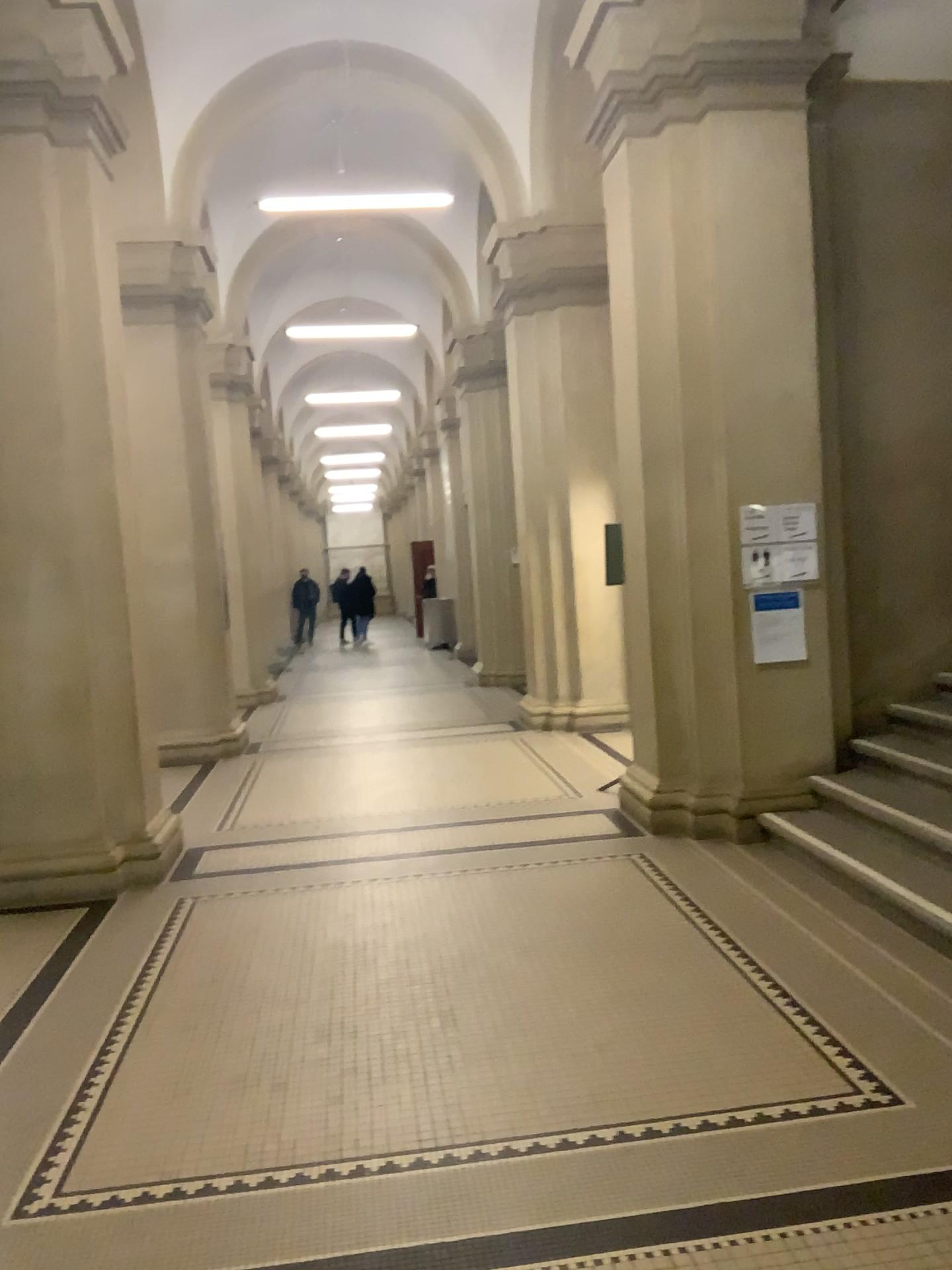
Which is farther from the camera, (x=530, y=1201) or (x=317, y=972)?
(x=317, y=972)
